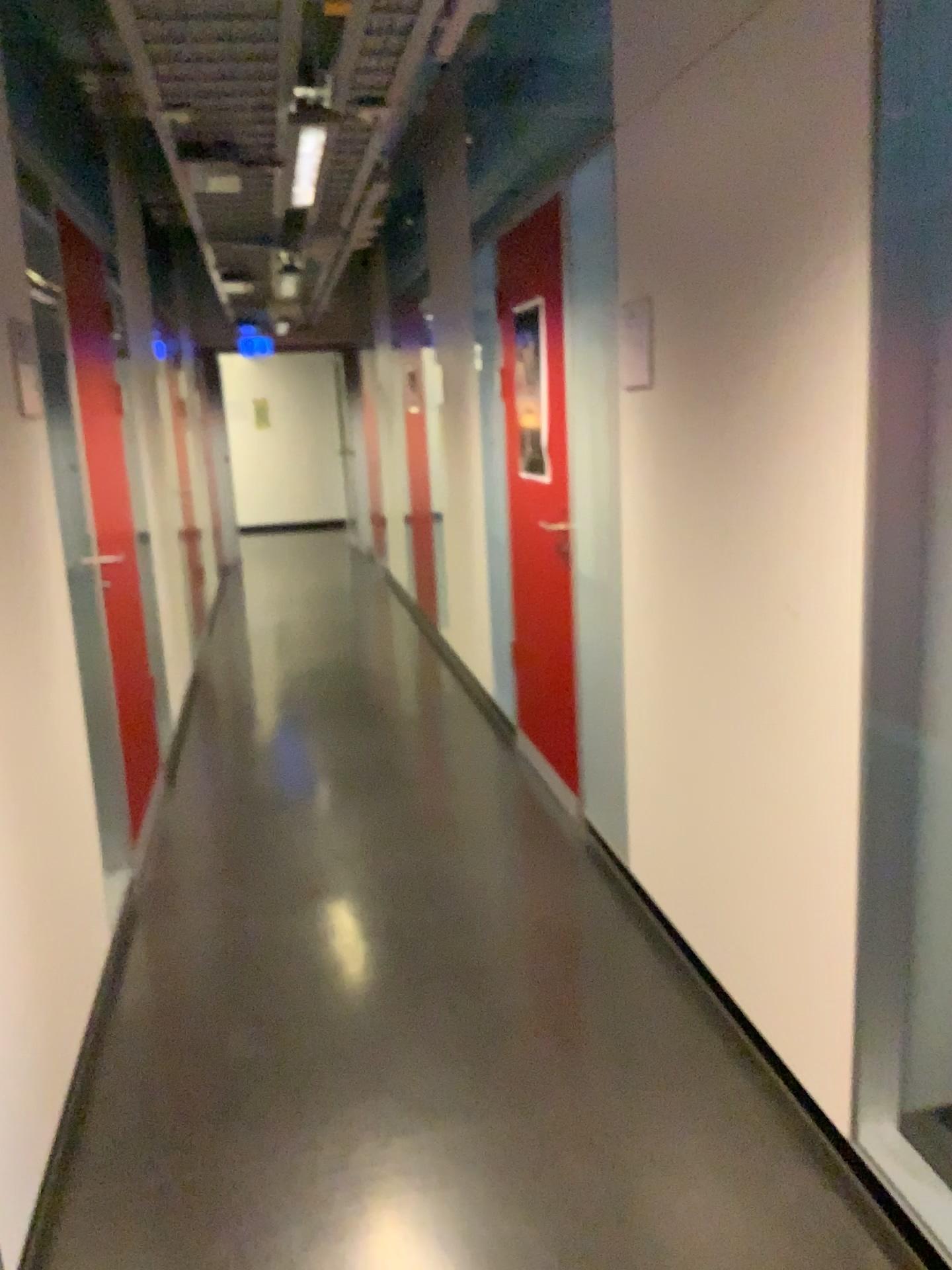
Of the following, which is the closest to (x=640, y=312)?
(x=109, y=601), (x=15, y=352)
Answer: (x=15, y=352)

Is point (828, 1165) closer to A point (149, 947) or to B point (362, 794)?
A point (149, 947)

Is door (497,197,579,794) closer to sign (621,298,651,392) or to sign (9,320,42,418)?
sign (621,298,651,392)

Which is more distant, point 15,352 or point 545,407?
point 545,407

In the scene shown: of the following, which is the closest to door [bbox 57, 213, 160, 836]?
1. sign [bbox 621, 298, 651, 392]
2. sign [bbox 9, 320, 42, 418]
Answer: sign [bbox 9, 320, 42, 418]

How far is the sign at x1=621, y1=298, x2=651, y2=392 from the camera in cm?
267

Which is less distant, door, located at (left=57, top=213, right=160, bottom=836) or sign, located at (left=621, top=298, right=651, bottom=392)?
sign, located at (left=621, top=298, right=651, bottom=392)

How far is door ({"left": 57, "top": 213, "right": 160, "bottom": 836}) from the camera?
3.69m

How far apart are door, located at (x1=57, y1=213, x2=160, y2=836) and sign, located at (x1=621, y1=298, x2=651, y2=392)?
1.9 meters

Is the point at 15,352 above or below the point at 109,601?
above
